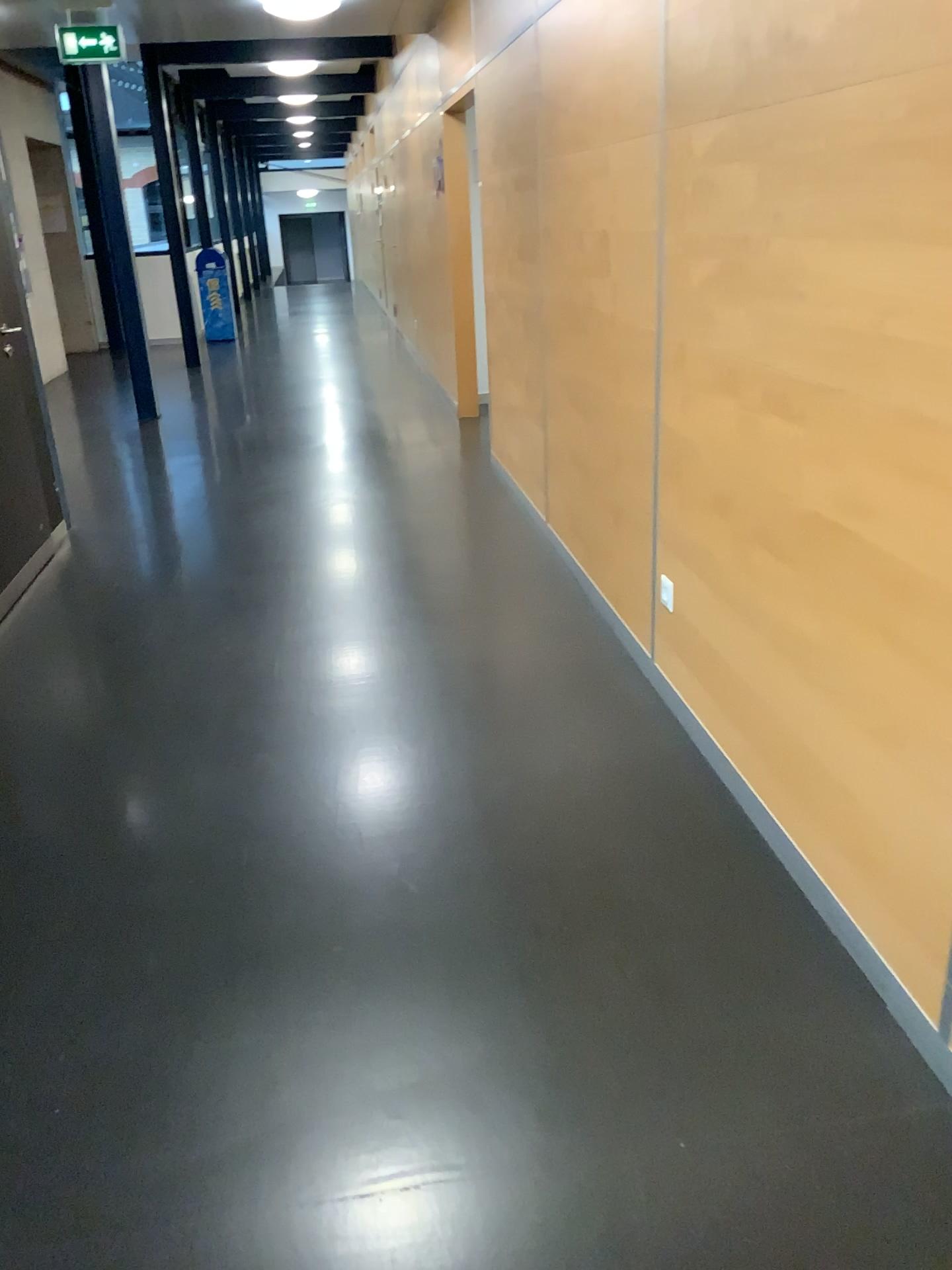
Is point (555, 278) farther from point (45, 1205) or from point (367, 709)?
point (45, 1205)
